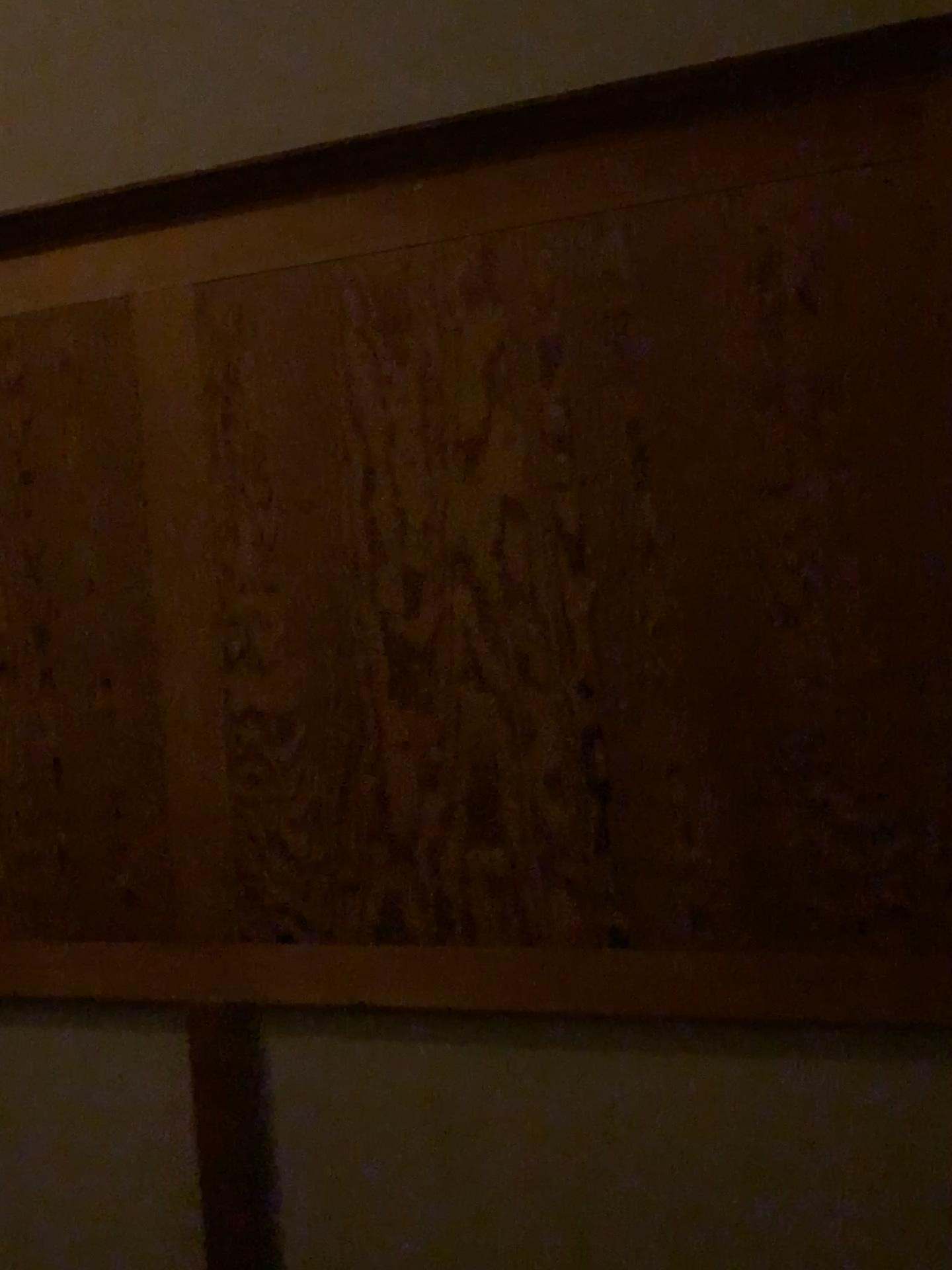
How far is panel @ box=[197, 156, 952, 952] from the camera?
1.49m

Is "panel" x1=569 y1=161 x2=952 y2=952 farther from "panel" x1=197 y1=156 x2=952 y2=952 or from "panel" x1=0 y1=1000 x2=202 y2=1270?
"panel" x1=0 y1=1000 x2=202 y2=1270

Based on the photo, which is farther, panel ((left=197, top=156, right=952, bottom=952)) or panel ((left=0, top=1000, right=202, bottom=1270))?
panel ((left=0, top=1000, right=202, bottom=1270))

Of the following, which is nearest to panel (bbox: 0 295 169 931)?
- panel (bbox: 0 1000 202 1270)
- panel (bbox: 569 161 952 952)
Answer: panel (bbox: 0 1000 202 1270)

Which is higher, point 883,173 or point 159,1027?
point 883,173

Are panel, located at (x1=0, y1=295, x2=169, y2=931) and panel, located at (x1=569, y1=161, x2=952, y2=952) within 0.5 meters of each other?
no

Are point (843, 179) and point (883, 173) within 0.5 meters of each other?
yes

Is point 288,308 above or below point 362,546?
above

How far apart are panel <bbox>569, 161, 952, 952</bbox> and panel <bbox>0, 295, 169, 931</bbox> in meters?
0.8 m

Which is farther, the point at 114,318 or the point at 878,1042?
the point at 114,318
